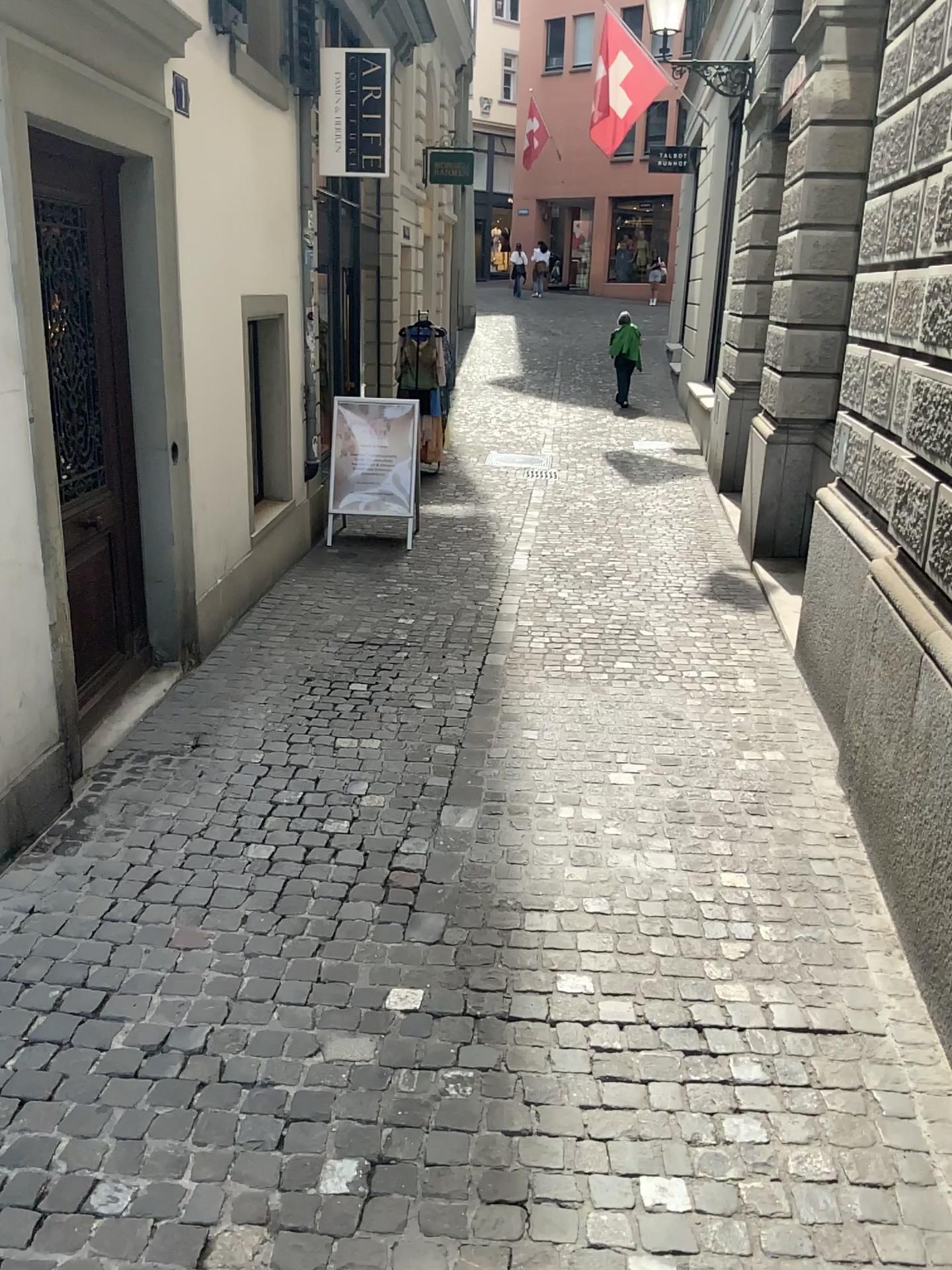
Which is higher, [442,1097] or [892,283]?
[892,283]
